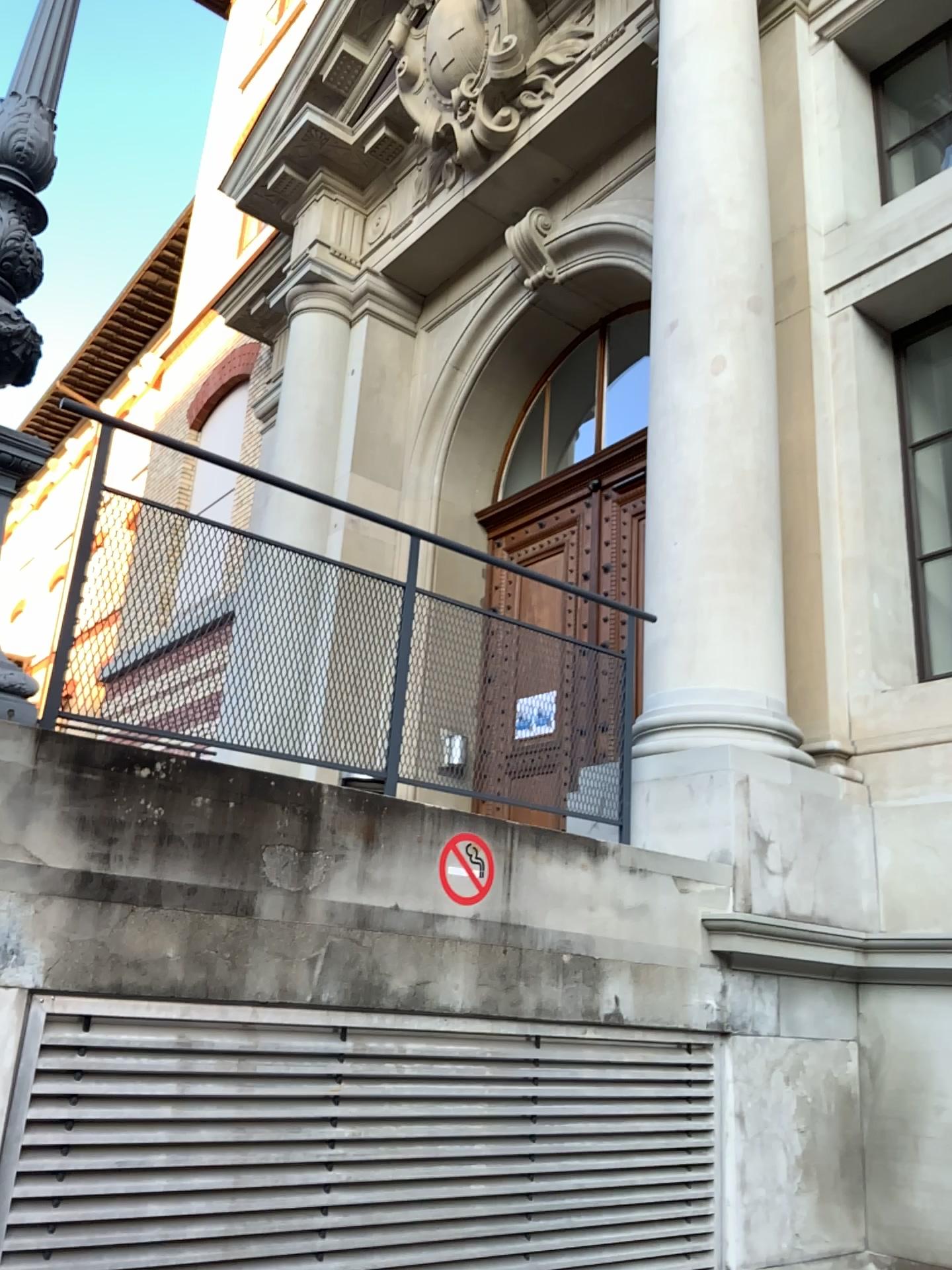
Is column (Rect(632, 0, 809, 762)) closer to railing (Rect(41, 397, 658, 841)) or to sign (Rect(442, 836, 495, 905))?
railing (Rect(41, 397, 658, 841))

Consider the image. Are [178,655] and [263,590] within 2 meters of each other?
yes

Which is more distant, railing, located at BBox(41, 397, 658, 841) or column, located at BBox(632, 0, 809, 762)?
column, located at BBox(632, 0, 809, 762)

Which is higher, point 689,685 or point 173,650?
point 689,685

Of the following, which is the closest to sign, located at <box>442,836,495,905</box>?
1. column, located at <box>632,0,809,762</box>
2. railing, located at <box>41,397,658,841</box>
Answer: railing, located at <box>41,397,658,841</box>

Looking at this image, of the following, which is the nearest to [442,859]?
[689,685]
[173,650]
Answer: [173,650]

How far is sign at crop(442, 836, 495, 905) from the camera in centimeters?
296cm

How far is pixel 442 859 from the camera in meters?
3.0

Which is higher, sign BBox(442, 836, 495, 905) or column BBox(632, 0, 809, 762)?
column BBox(632, 0, 809, 762)
